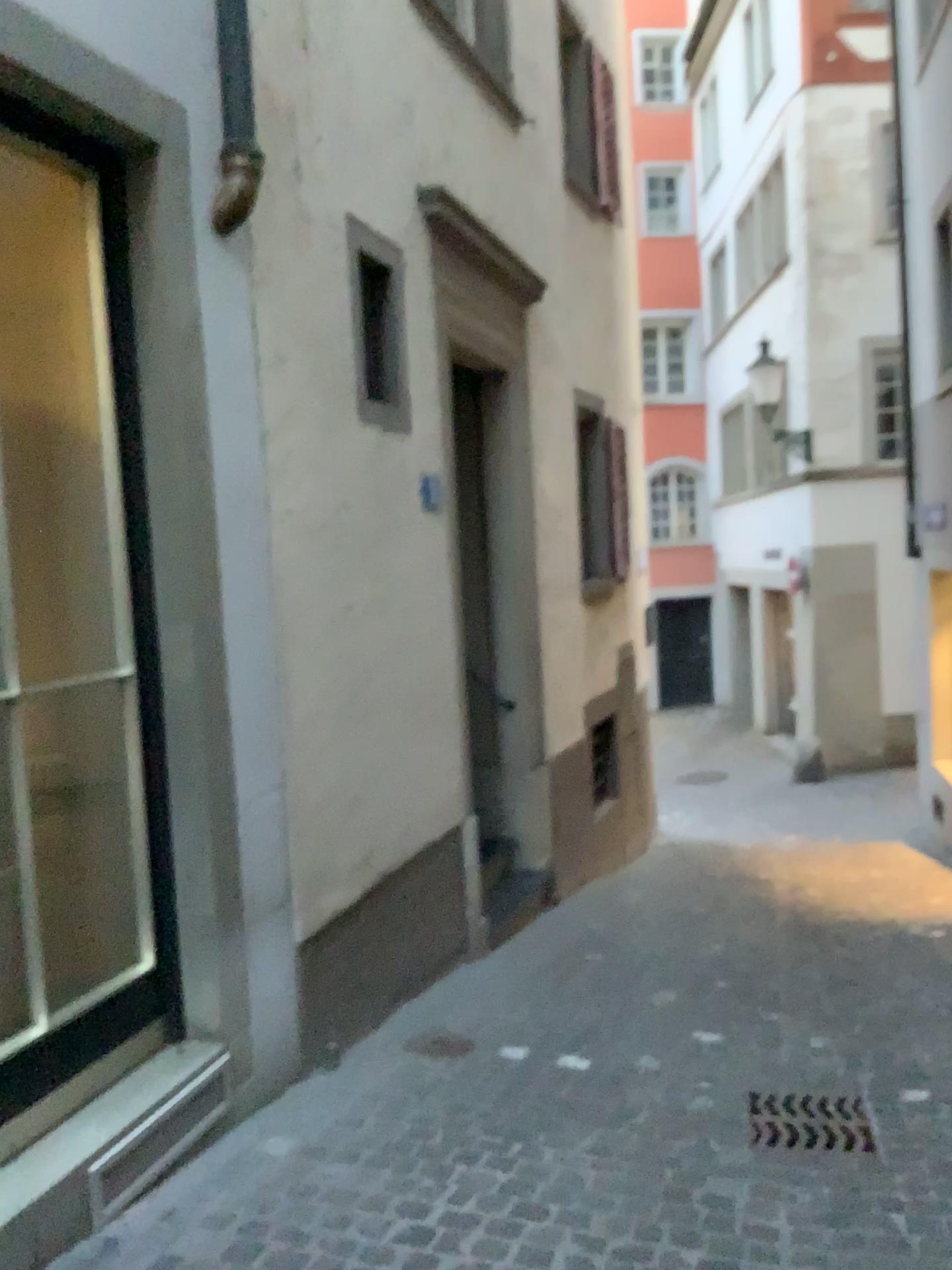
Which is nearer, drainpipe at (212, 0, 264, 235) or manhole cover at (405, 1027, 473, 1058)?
drainpipe at (212, 0, 264, 235)

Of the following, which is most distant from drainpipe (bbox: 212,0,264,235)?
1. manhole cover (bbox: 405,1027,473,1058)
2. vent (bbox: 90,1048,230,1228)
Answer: manhole cover (bbox: 405,1027,473,1058)

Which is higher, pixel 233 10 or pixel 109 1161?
pixel 233 10

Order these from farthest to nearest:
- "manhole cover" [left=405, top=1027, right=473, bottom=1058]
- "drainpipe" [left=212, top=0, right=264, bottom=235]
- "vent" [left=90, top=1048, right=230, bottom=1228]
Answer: "manhole cover" [left=405, top=1027, right=473, bottom=1058] < "drainpipe" [left=212, top=0, right=264, bottom=235] < "vent" [left=90, top=1048, right=230, bottom=1228]

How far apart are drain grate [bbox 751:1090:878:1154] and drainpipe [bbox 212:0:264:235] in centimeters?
316cm

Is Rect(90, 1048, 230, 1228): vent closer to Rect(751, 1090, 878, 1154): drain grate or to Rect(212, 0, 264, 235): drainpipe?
Rect(751, 1090, 878, 1154): drain grate

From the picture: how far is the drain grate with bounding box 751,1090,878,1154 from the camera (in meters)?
3.17

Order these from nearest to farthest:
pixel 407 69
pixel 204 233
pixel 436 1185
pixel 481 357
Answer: pixel 436 1185
pixel 204 233
pixel 407 69
pixel 481 357

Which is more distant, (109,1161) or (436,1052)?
(436,1052)

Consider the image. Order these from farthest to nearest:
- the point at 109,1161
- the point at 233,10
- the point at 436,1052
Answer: the point at 436,1052 → the point at 233,10 → the point at 109,1161
